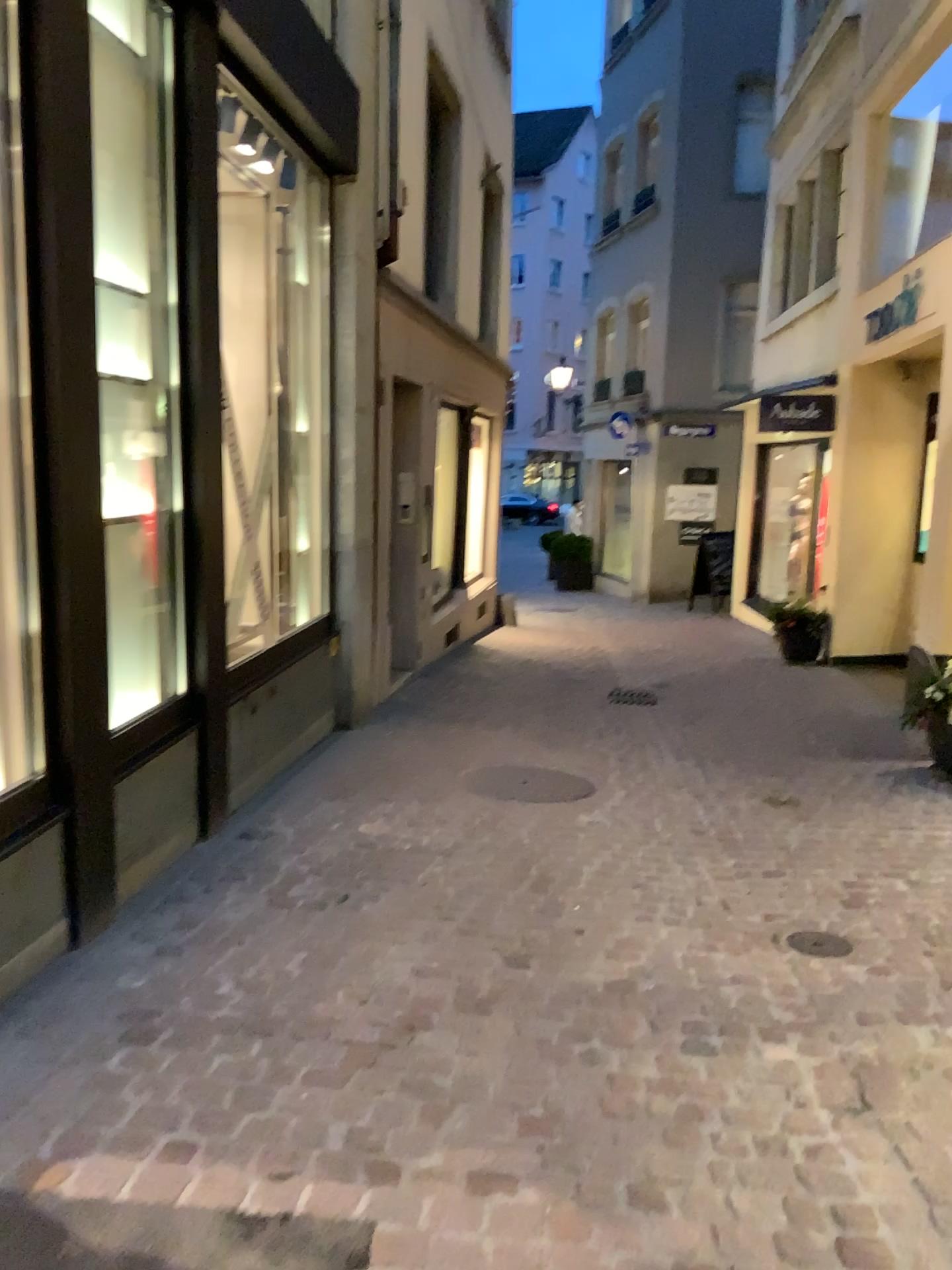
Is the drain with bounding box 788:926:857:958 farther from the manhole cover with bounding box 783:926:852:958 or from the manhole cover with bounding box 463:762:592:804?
the manhole cover with bounding box 463:762:592:804

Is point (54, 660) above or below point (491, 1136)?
above

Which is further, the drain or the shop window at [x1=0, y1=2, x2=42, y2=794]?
the drain

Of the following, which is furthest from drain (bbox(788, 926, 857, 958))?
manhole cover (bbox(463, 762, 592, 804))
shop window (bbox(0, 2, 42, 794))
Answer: shop window (bbox(0, 2, 42, 794))

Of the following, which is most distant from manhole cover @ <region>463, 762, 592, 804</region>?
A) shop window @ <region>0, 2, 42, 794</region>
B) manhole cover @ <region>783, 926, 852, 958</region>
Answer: shop window @ <region>0, 2, 42, 794</region>

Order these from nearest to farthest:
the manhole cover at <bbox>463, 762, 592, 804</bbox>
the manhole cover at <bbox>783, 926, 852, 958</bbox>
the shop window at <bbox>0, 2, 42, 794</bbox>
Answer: the shop window at <bbox>0, 2, 42, 794</bbox>, the manhole cover at <bbox>783, 926, 852, 958</bbox>, the manhole cover at <bbox>463, 762, 592, 804</bbox>

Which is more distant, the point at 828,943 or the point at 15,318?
the point at 828,943

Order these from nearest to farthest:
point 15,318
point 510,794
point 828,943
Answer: point 15,318, point 828,943, point 510,794

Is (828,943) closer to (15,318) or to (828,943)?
(828,943)

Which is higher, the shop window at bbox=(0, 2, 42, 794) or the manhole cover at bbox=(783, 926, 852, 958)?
the shop window at bbox=(0, 2, 42, 794)
